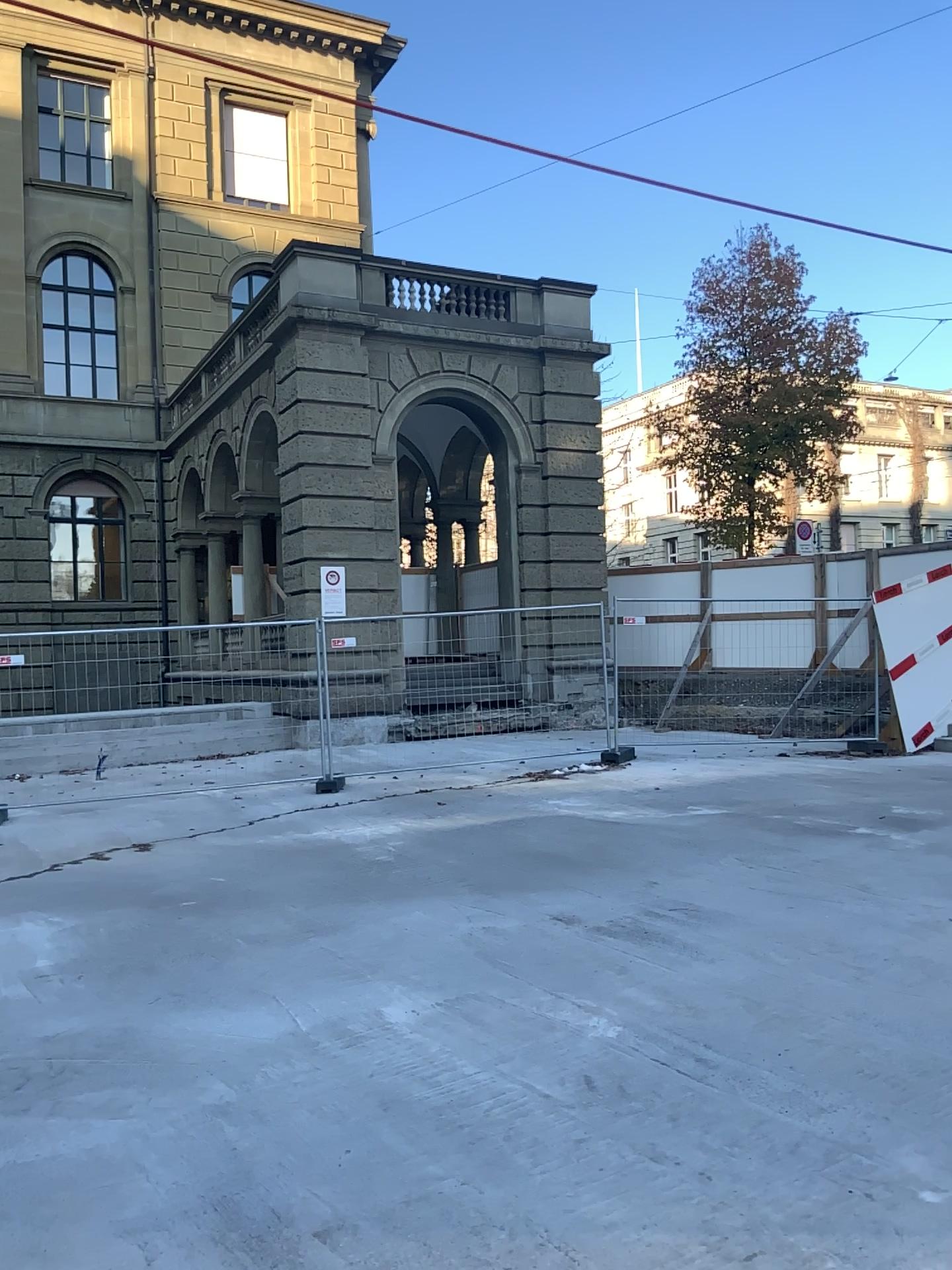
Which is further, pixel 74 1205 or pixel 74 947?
pixel 74 947
